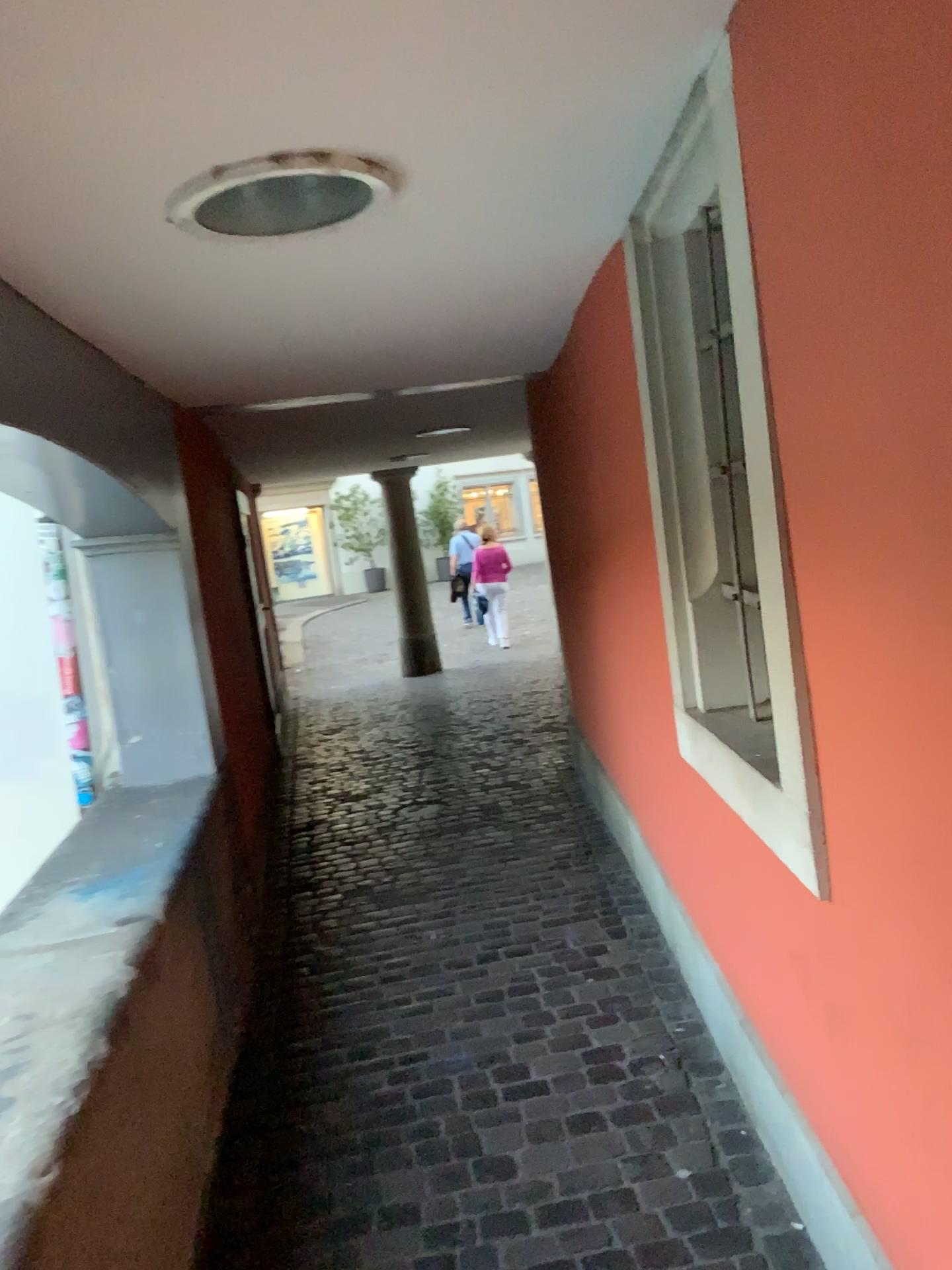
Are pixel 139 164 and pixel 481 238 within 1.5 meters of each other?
yes

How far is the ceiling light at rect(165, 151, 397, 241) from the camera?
1.6m

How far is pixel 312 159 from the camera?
1.60m
